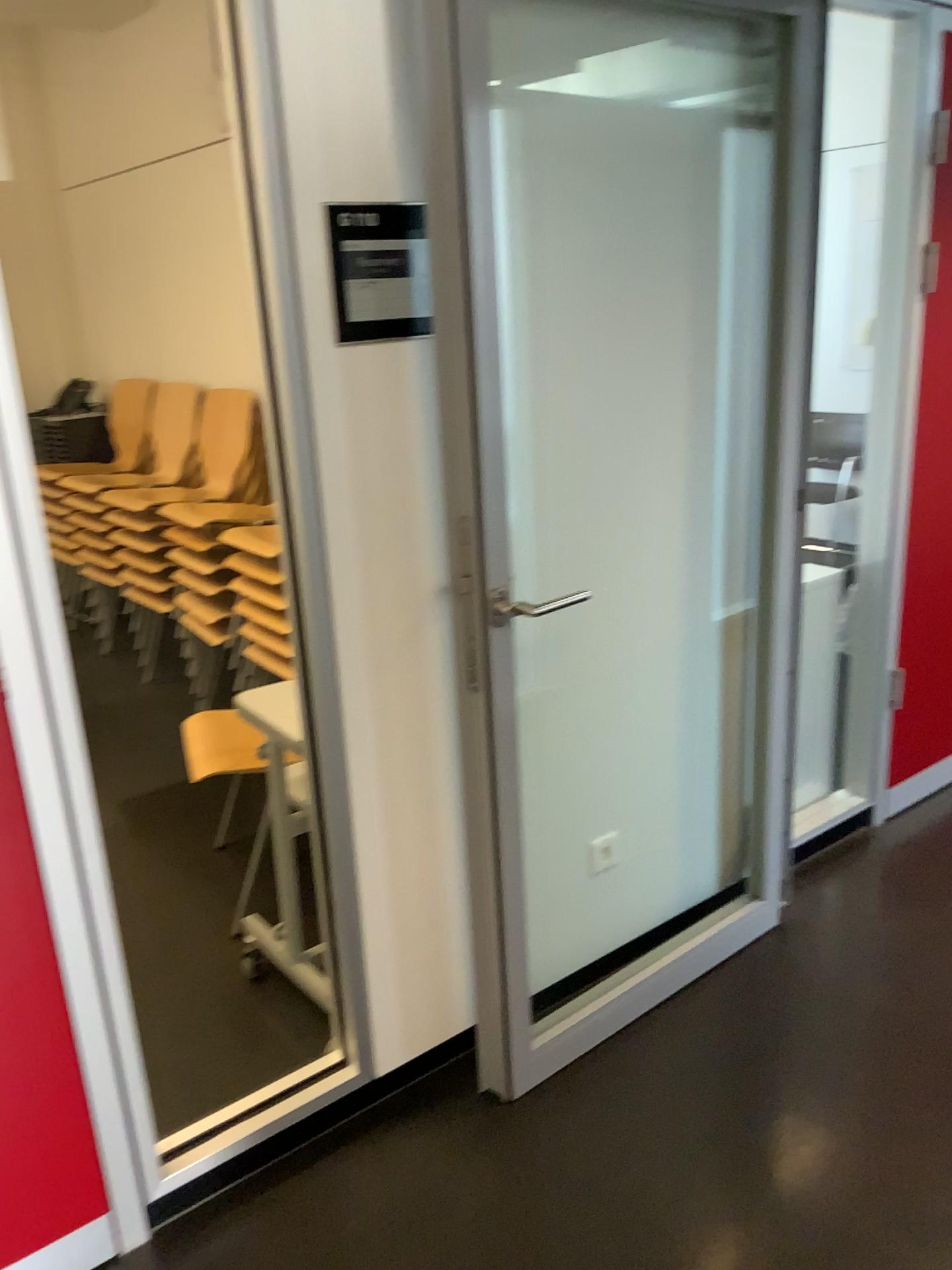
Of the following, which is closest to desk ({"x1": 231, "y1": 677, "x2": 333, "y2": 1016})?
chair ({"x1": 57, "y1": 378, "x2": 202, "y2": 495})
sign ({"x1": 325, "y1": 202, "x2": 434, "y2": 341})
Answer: sign ({"x1": 325, "y1": 202, "x2": 434, "y2": 341})

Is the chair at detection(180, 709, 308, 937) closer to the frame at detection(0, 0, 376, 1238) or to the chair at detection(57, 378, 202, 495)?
the frame at detection(0, 0, 376, 1238)

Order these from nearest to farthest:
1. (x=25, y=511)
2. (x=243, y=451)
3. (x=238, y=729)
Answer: (x=25, y=511)
(x=238, y=729)
(x=243, y=451)

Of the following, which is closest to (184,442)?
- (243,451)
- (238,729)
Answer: (243,451)

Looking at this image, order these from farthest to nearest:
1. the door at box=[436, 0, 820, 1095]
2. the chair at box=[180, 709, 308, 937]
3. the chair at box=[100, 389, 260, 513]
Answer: the chair at box=[100, 389, 260, 513], the chair at box=[180, 709, 308, 937], the door at box=[436, 0, 820, 1095]

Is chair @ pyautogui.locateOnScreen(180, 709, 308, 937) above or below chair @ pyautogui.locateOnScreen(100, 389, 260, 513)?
below

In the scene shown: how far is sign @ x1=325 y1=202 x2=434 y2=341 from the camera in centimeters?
170cm

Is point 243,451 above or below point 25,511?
below

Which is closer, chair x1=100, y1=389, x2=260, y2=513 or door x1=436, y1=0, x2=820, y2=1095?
door x1=436, y1=0, x2=820, y2=1095

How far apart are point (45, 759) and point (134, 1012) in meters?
1.2 m
